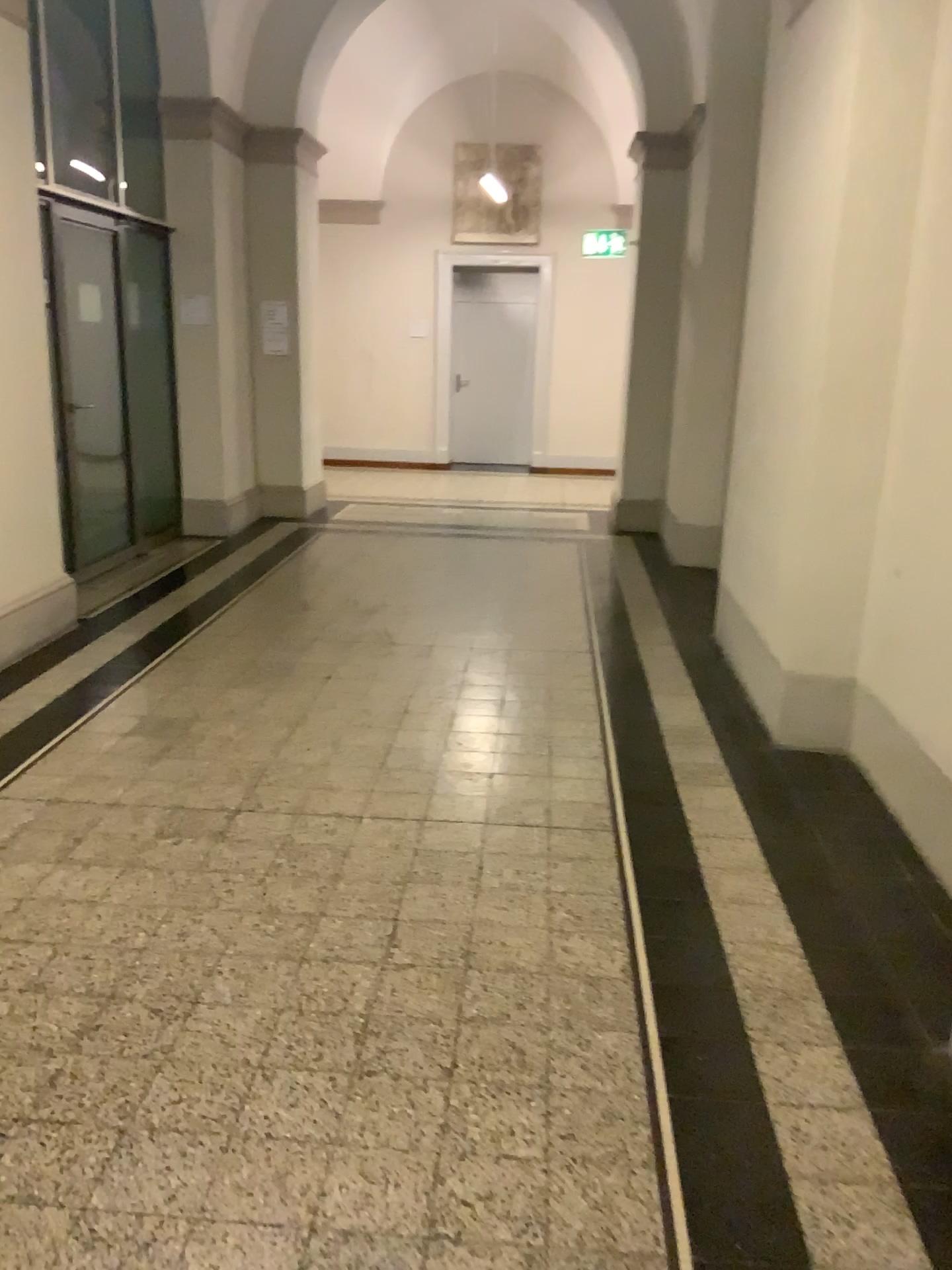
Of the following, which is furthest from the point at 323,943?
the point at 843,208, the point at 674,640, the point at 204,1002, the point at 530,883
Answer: the point at 674,640
